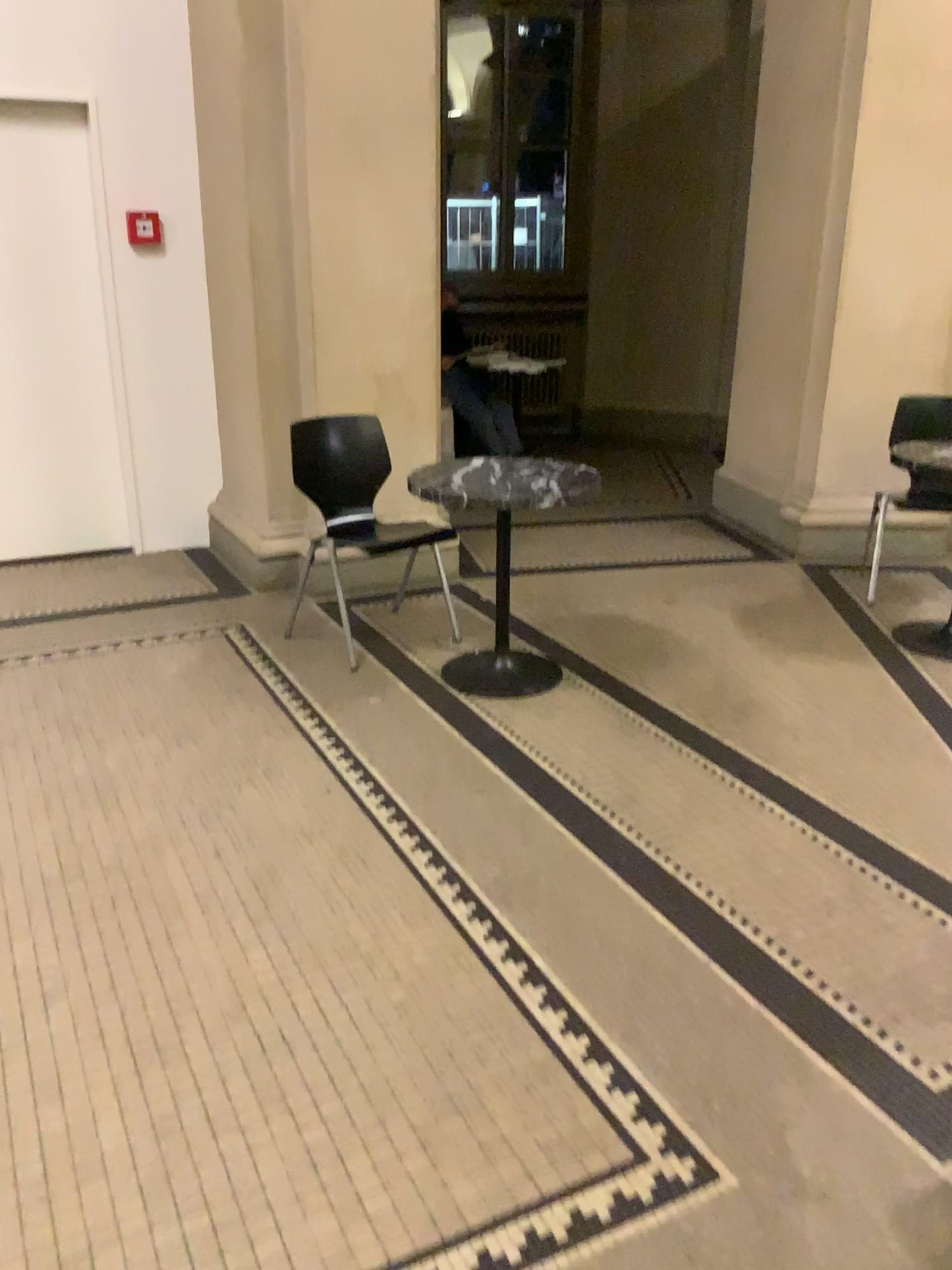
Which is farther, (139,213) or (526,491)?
(139,213)

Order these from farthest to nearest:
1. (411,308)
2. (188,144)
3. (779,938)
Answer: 1. (188,144)
2. (411,308)
3. (779,938)

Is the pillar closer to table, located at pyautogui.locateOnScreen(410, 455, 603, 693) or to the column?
table, located at pyautogui.locateOnScreen(410, 455, 603, 693)

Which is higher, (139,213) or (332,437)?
(139,213)

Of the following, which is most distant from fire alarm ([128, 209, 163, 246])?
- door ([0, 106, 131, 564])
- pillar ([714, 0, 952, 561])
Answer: pillar ([714, 0, 952, 561])

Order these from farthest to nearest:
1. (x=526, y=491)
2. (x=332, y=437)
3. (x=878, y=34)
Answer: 1. (x=878, y=34)
2. (x=332, y=437)
3. (x=526, y=491)

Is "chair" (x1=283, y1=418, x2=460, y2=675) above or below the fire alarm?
below

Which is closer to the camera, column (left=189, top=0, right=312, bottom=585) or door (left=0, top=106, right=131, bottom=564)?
column (left=189, top=0, right=312, bottom=585)

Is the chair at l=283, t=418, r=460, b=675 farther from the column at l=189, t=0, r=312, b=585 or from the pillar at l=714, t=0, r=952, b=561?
the pillar at l=714, t=0, r=952, b=561

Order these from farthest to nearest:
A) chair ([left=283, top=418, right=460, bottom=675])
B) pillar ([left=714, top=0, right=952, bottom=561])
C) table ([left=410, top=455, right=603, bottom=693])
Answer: pillar ([left=714, top=0, right=952, bottom=561])
chair ([left=283, top=418, right=460, bottom=675])
table ([left=410, top=455, right=603, bottom=693])
